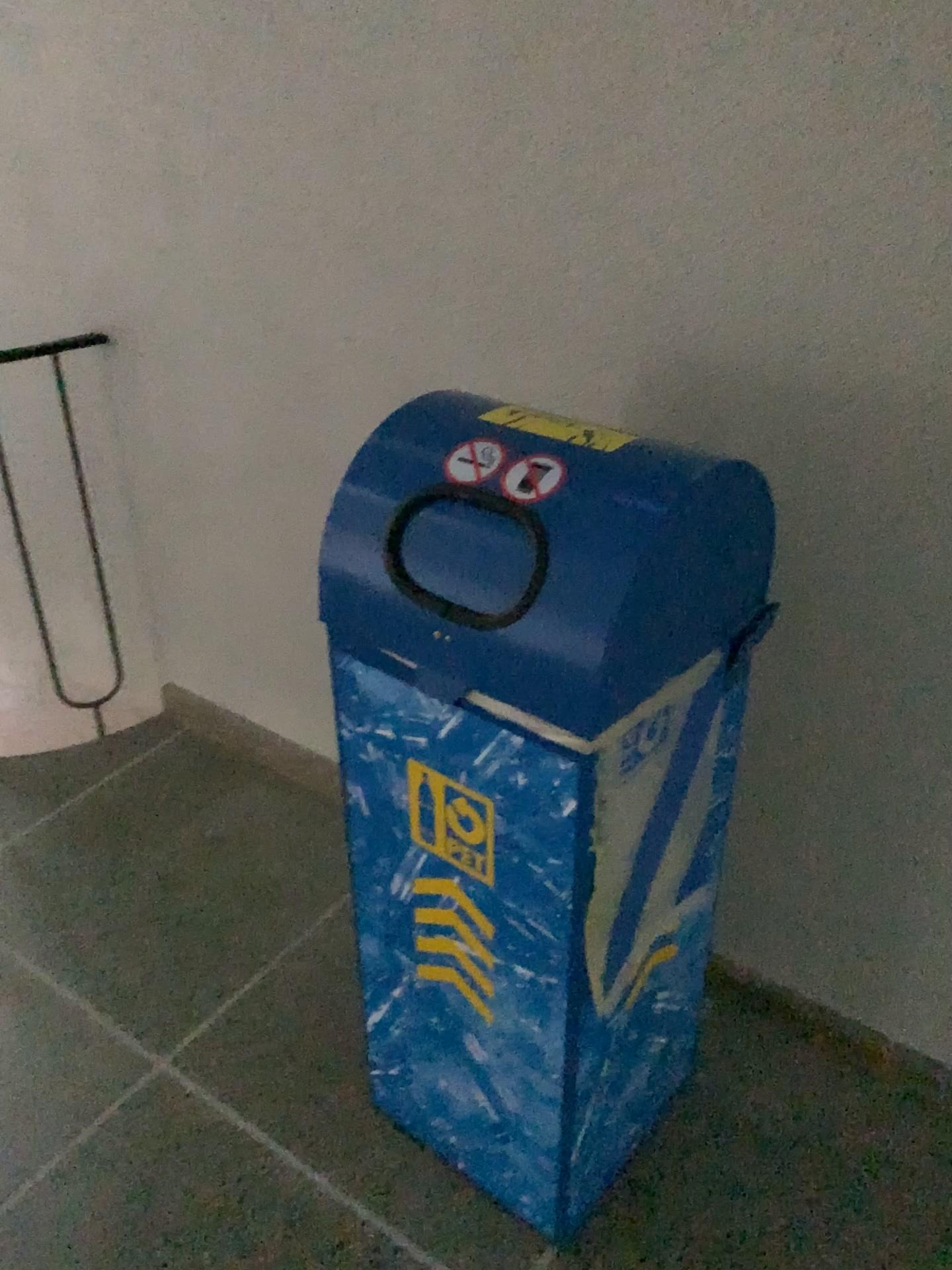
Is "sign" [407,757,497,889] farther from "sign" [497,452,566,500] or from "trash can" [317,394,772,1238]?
"sign" [497,452,566,500]

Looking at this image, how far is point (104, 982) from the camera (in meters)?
1.86

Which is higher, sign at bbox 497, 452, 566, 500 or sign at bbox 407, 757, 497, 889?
sign at bbox 497, 452, 566, 500

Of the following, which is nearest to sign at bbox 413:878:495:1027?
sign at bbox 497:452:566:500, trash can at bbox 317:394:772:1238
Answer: trash can at bbox 317:394:772:1238

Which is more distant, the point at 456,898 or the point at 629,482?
the point at 456,898

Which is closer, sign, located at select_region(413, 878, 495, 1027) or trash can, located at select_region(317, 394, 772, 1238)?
trash can, located at select_region(317, 394, 772, 1238)

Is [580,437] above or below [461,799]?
above

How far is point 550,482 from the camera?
1.05m

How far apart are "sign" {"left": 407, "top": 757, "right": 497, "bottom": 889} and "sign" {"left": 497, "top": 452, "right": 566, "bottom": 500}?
0.34m

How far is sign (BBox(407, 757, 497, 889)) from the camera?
1.2 meters
